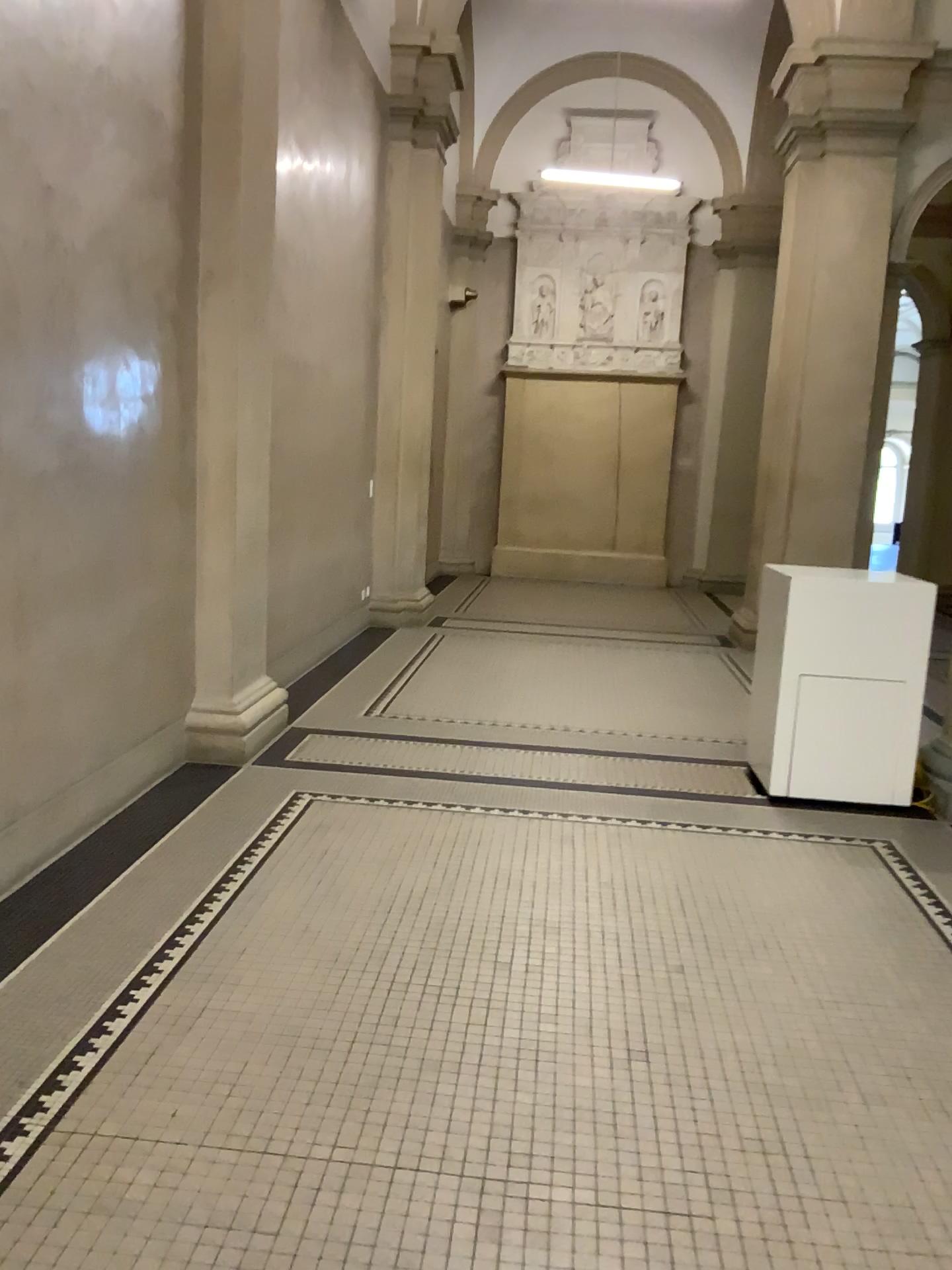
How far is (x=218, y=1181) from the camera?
2.0m
